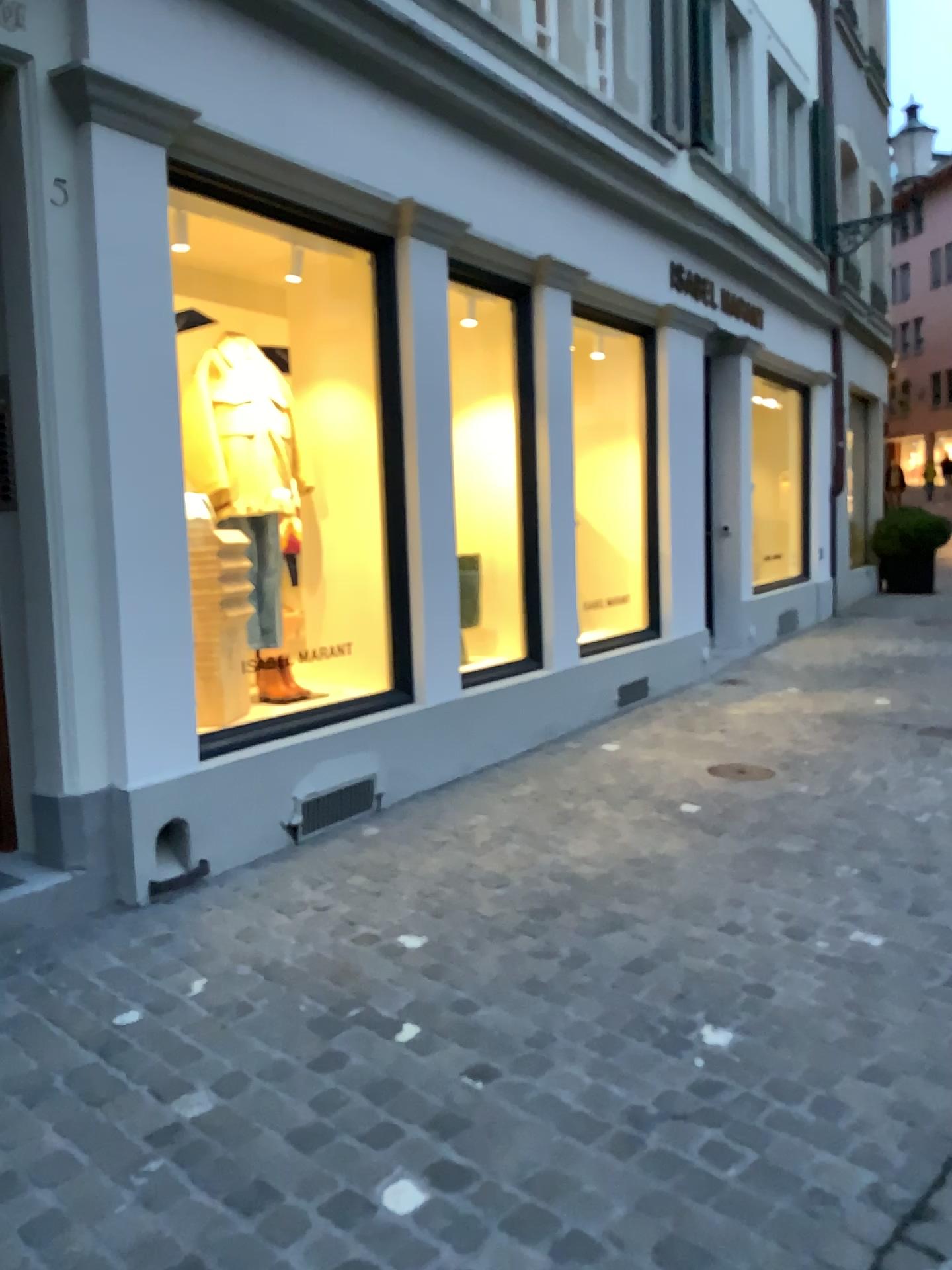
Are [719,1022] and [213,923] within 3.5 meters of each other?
yes

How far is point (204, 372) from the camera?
4.69m

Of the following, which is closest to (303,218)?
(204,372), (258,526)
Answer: (204,372)

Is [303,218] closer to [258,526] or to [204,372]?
[204,372]

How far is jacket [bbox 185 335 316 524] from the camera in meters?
4.7 m
